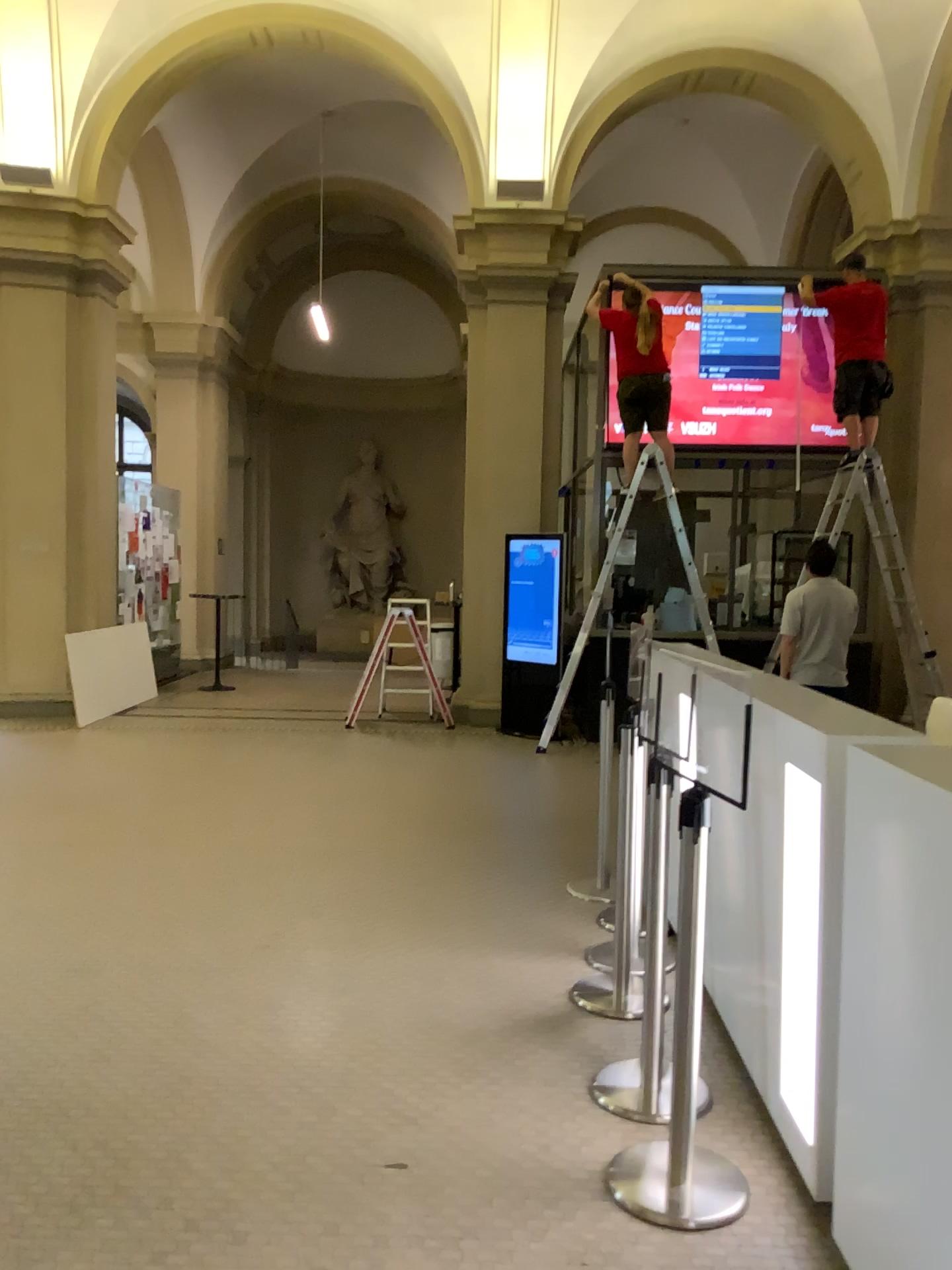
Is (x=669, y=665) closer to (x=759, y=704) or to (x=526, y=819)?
(x=759, y=704)

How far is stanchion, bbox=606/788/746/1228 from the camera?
2.44m

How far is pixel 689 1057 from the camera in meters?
2.4
